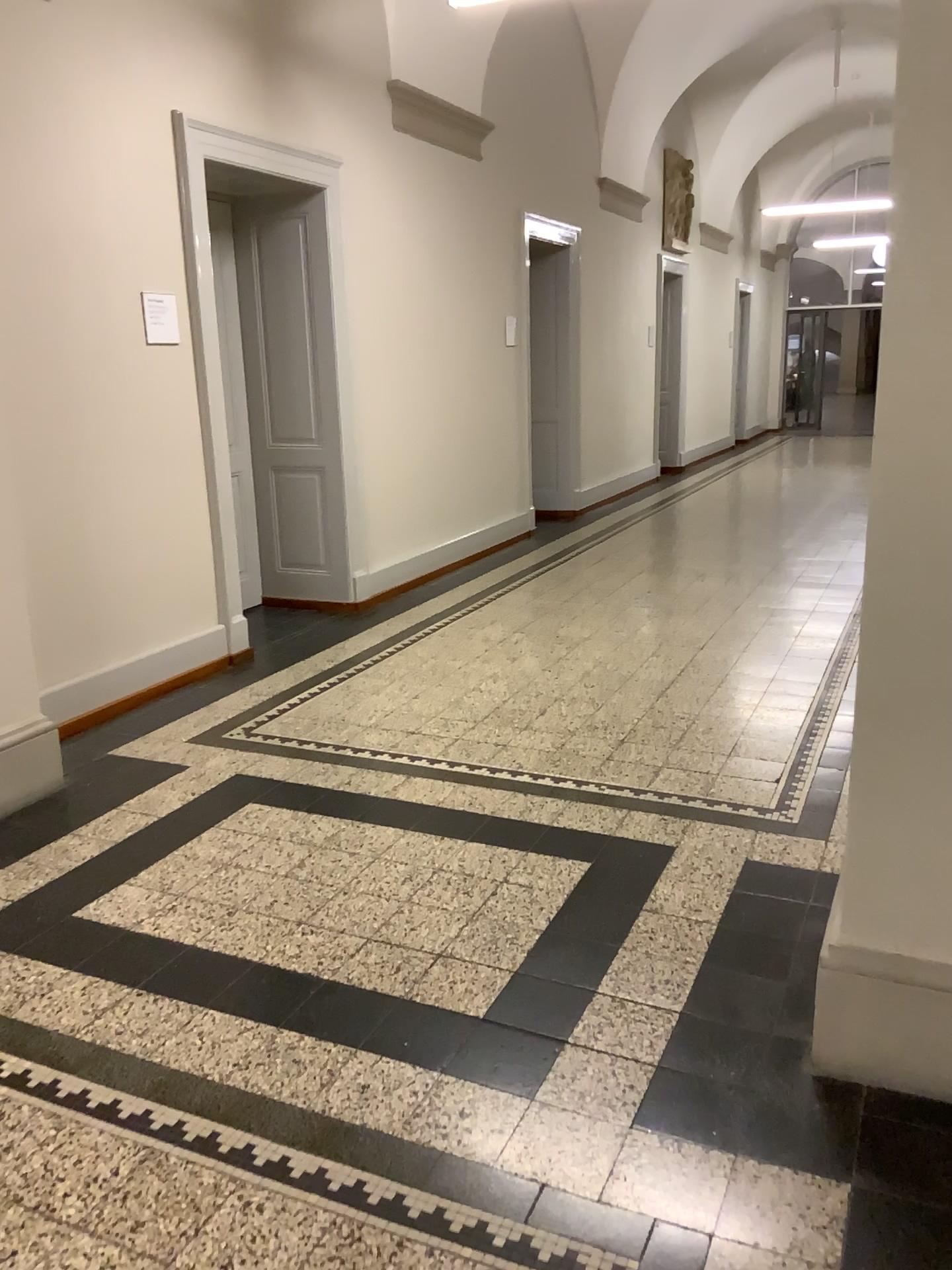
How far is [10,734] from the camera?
3.5m

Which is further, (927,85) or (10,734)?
(10,734)

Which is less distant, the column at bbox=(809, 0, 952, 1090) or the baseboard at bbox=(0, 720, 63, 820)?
the column at bbox=(809, 0, 952, 1090)

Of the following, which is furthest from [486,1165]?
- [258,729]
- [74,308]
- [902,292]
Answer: [74,308]

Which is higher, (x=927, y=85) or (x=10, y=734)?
(x=927, y=85)

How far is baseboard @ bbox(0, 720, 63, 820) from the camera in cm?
353
